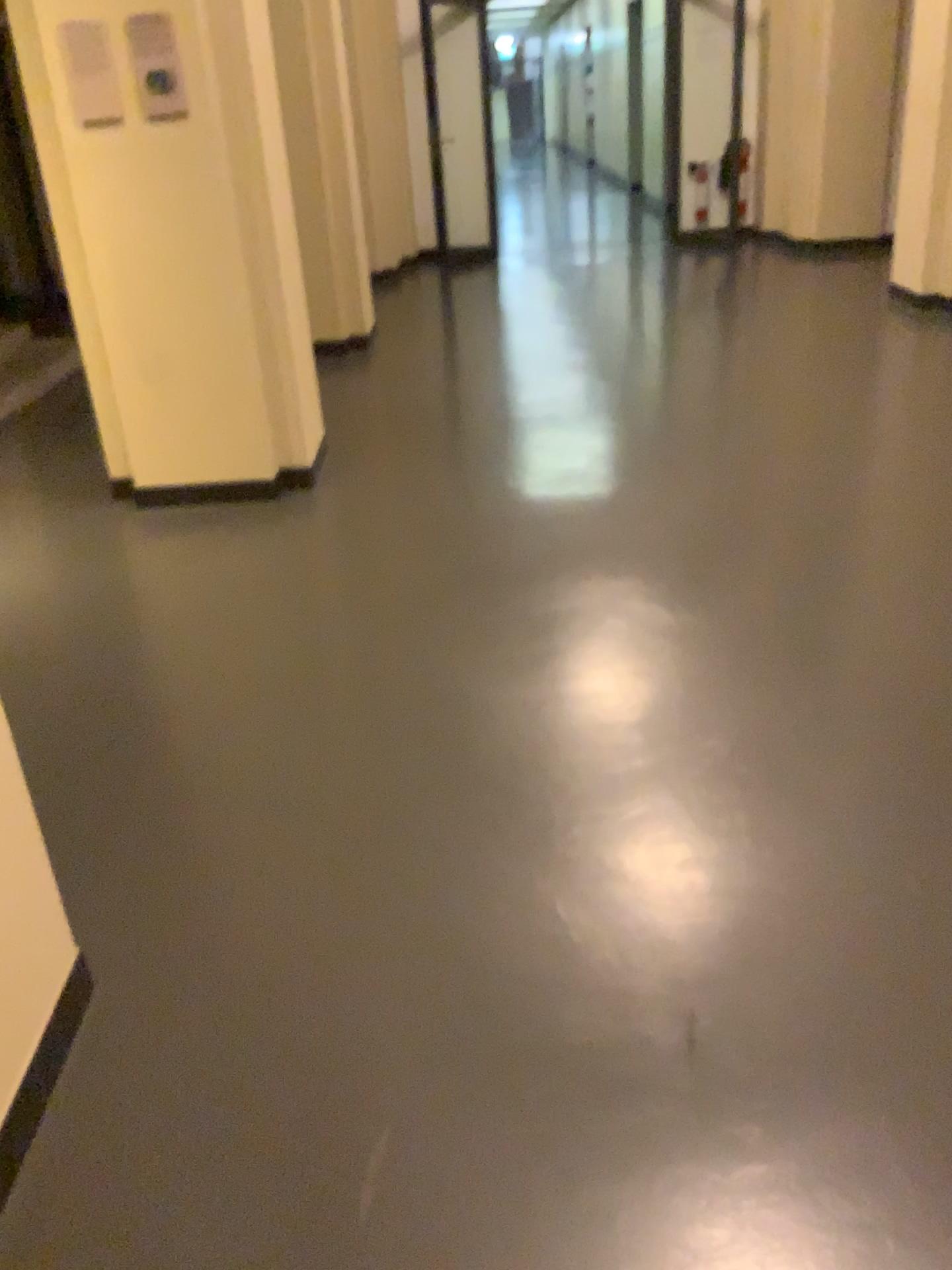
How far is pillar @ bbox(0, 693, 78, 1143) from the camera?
1.6m

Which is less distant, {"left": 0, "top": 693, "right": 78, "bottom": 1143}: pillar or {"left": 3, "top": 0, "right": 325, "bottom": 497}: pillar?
{"left": 0, "top": 693, "right": 78, "bottom": 1143}: pillar

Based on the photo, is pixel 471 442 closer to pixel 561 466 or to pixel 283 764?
pixel 561 466

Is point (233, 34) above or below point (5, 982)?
above

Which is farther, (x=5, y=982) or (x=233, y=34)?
(x=233, y=34)

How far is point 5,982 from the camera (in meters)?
1.58
